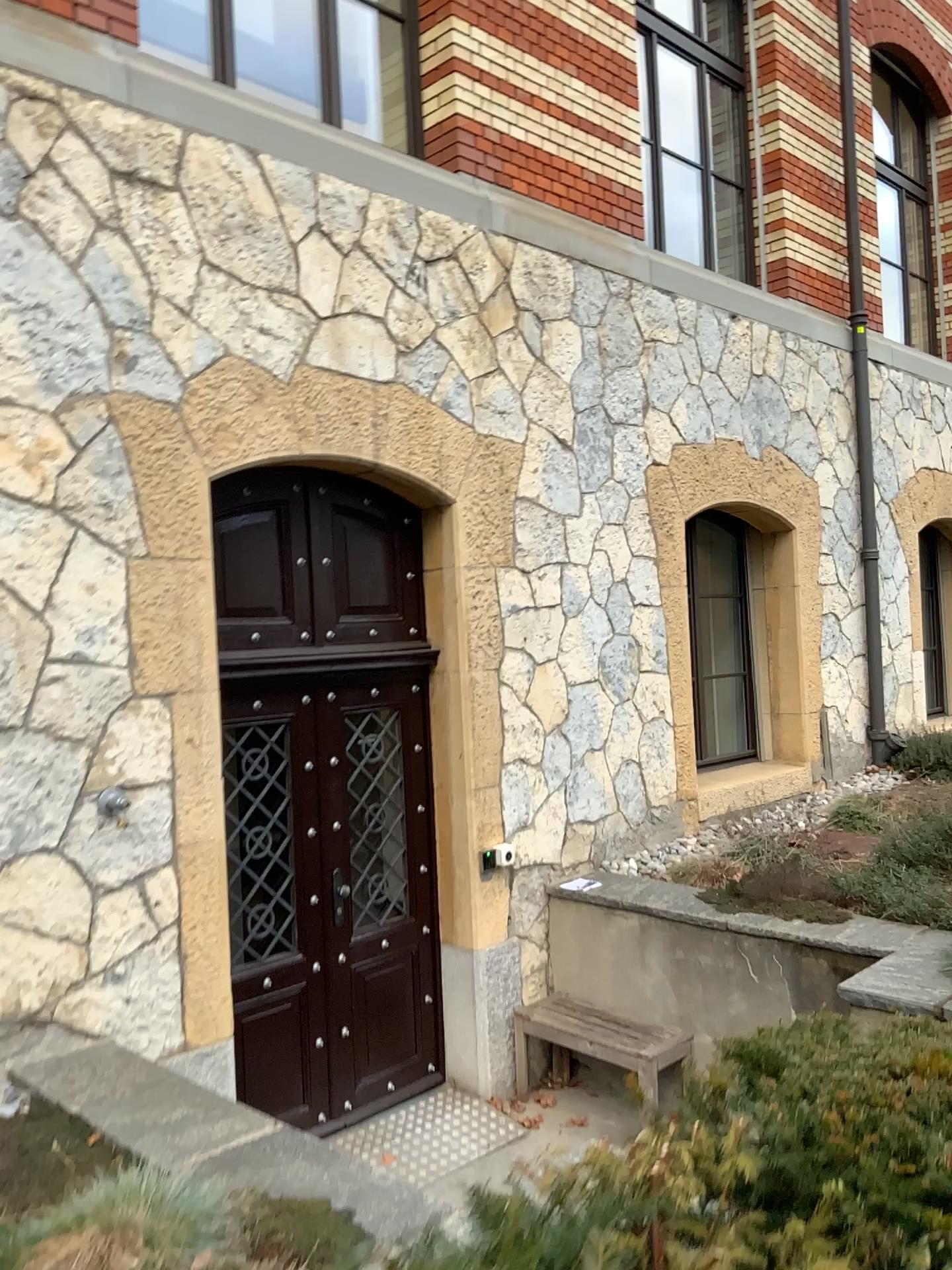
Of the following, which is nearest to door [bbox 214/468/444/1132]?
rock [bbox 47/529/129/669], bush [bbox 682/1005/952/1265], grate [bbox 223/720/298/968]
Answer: grate [bbox 223/720/298/968]

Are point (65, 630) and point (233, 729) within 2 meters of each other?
yes

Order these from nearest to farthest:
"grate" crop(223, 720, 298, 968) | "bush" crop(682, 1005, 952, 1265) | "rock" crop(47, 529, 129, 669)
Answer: "bush" crop(682, 1005, 952, 1265) → "rock" crop(47, 529, 129, 669) → "grate" crop(223, 720, 298, 968)

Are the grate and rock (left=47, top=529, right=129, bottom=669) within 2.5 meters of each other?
yes

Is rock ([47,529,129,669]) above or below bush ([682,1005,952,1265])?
above

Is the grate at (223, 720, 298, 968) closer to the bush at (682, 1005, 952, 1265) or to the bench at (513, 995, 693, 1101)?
the bench at (513, 995, 693, 1101)

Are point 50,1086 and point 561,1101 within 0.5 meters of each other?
no

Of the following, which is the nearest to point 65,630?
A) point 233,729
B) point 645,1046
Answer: point 233,729

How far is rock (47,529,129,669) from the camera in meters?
3.6

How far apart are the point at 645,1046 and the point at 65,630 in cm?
301
